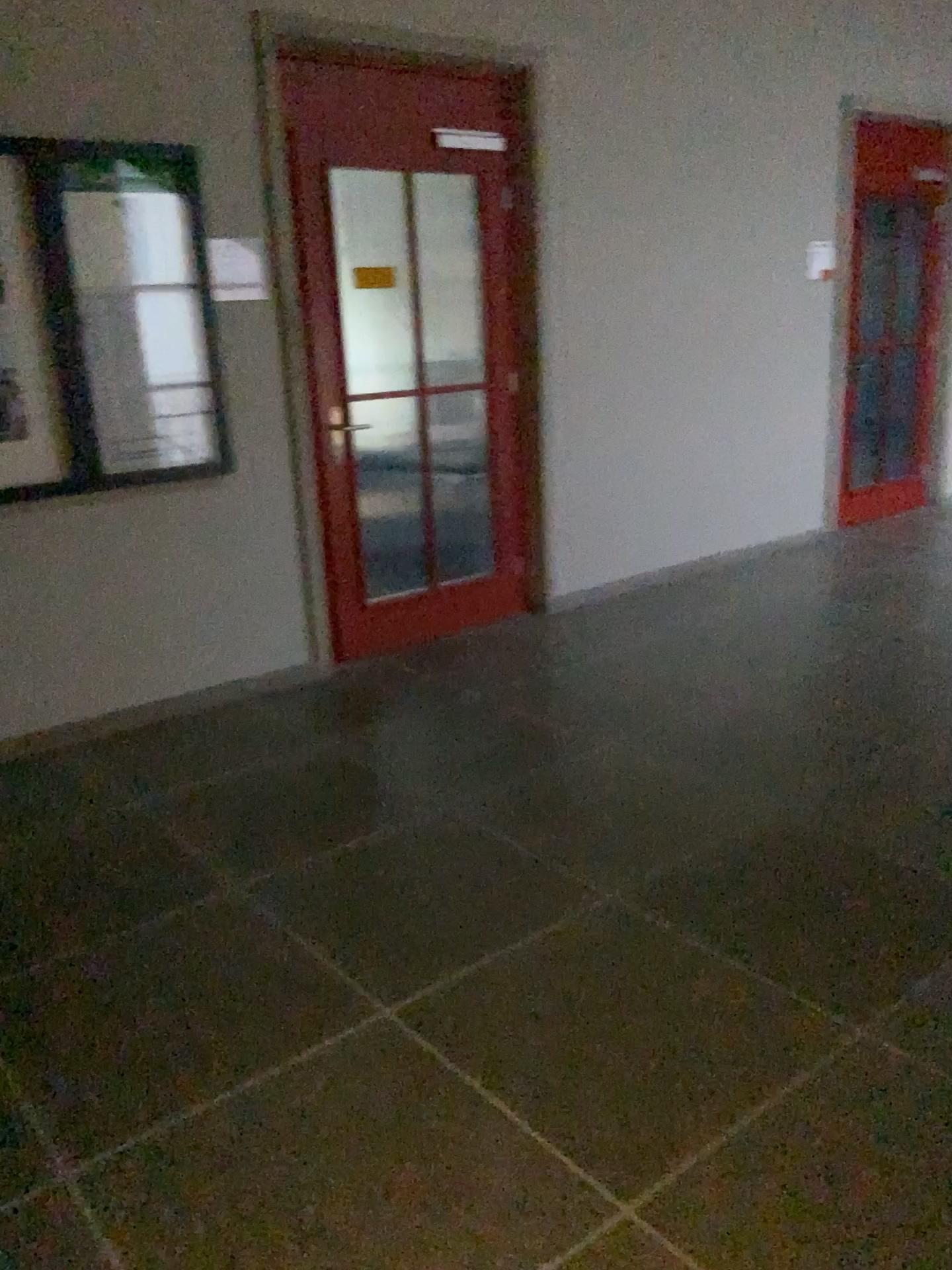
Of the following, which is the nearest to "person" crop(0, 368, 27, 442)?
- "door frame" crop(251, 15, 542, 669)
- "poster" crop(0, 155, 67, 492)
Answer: "poster" crop(0, 155, 67, 492)

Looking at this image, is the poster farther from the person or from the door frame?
the door frame

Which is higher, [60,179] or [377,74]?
[377,74]

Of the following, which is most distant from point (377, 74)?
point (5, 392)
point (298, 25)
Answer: point (5, 392)

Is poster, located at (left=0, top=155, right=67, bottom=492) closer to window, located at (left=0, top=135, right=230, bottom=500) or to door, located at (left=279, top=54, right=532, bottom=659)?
window, located at (left=0, top=135, right=230, bottom=500)

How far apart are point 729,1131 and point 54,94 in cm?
351

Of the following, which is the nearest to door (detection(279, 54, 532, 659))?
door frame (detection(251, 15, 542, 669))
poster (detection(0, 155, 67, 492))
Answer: door frame (detection(251, 15, 542, 669))

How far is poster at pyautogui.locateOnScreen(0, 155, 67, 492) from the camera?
3.4m

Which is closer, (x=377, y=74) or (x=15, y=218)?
(x=15, y=218)

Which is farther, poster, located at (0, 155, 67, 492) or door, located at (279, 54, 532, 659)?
door, located at (279, 54, 532, 659)
